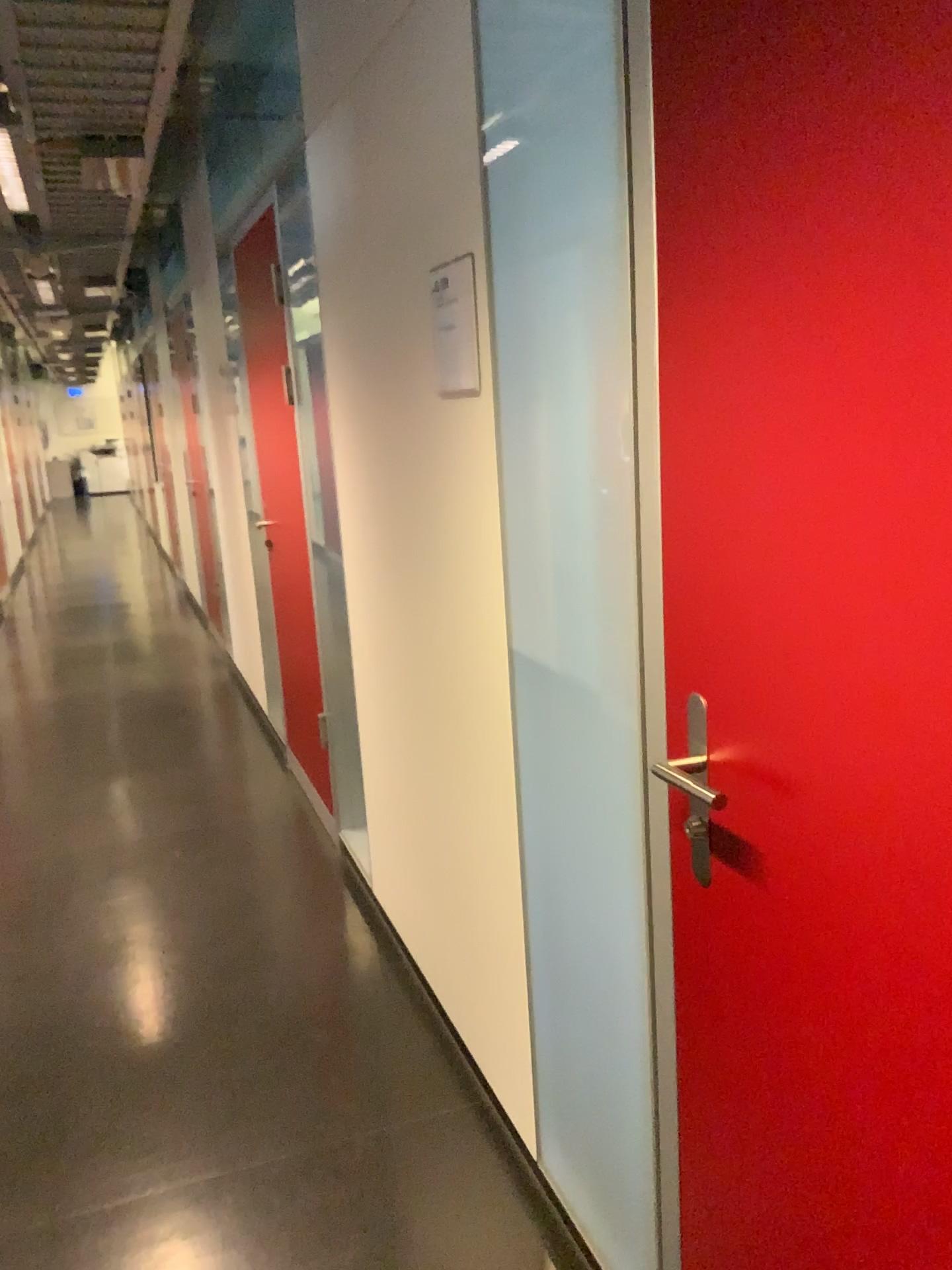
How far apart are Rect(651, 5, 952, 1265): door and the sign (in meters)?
0.65

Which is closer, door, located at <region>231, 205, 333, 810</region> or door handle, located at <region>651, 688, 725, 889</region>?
door handle, located at <region>651, 688, 725, 889</region>

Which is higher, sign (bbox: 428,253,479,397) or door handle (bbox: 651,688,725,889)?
sign (bbox: 428,253,479,397)

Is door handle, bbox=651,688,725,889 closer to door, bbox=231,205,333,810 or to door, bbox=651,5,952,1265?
door, bbox=651,5,952,1265

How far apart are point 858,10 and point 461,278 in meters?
1.0

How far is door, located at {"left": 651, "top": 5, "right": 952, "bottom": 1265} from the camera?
0.8 meters

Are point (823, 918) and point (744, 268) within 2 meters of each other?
yes

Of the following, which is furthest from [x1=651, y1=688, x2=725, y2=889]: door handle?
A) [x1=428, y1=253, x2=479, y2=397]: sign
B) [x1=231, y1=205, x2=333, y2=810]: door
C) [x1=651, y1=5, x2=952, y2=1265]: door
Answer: [x1=231, y1=205, x2=333, y2=810]: door

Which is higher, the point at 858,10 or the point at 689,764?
the point at 858,10

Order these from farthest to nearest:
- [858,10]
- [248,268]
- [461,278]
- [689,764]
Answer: [248,268] → [461,278] → [689,764] → [858,10]
